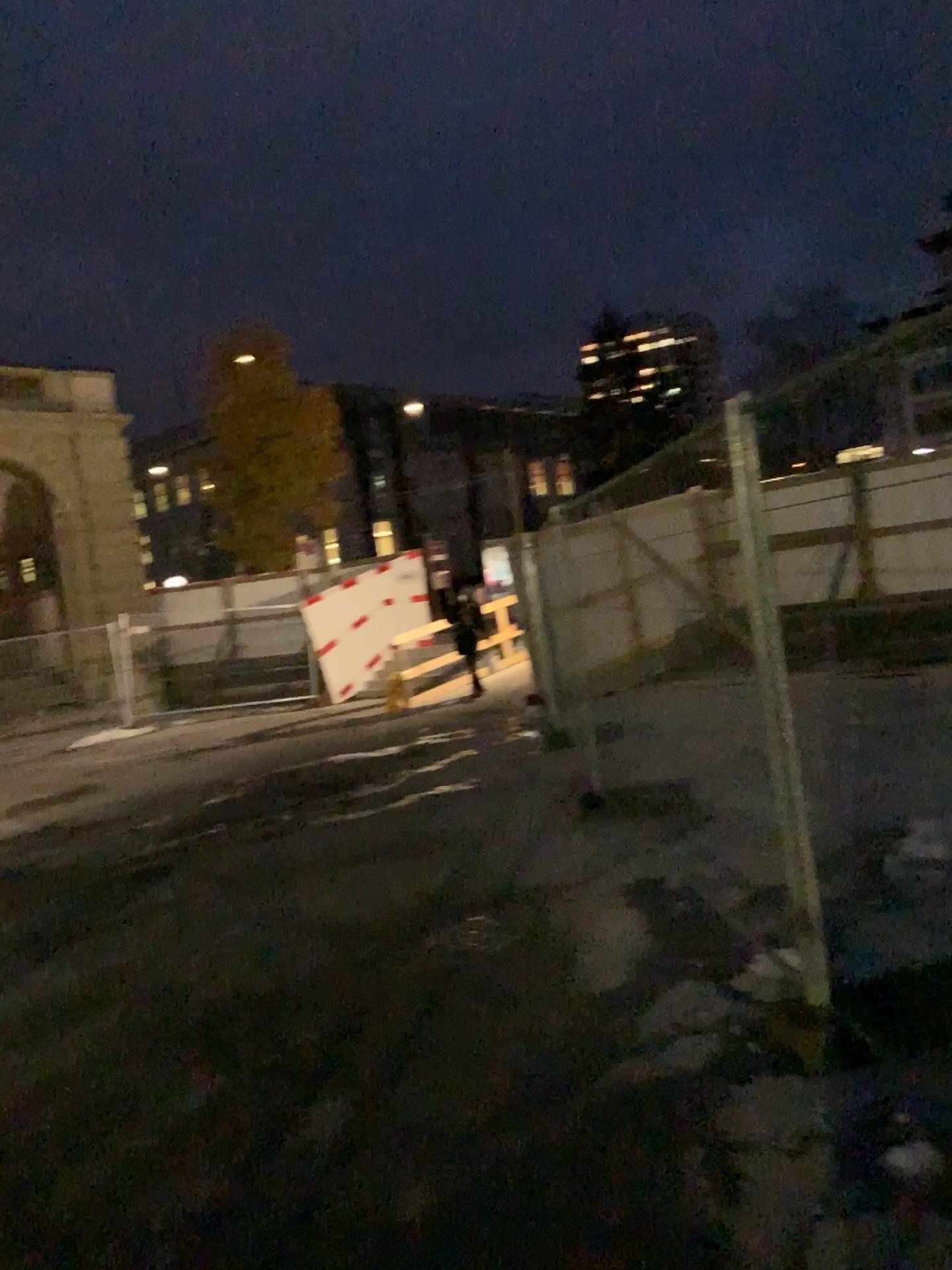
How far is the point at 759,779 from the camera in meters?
3.7
